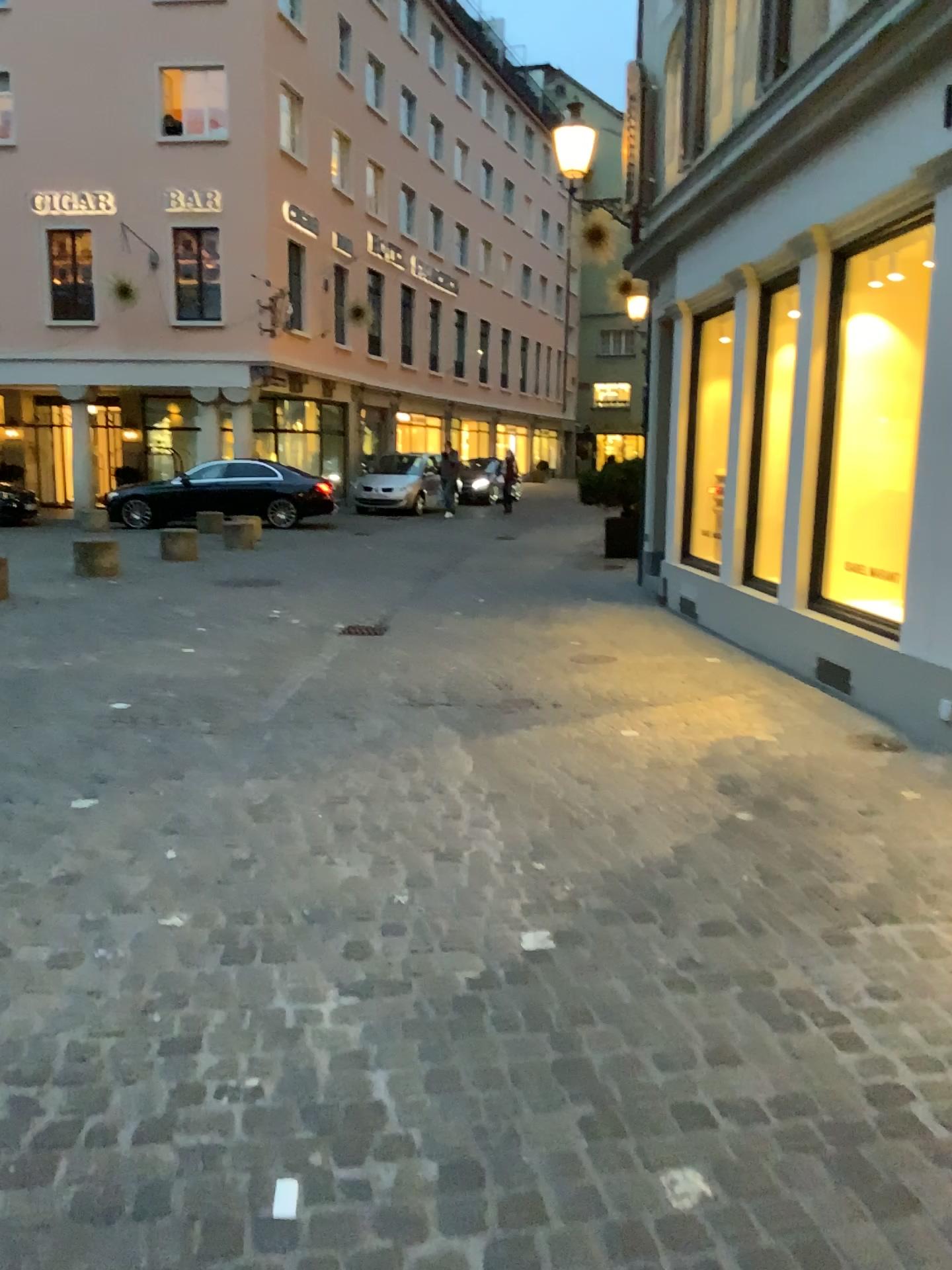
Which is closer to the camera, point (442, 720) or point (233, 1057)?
point (233, 1057)
